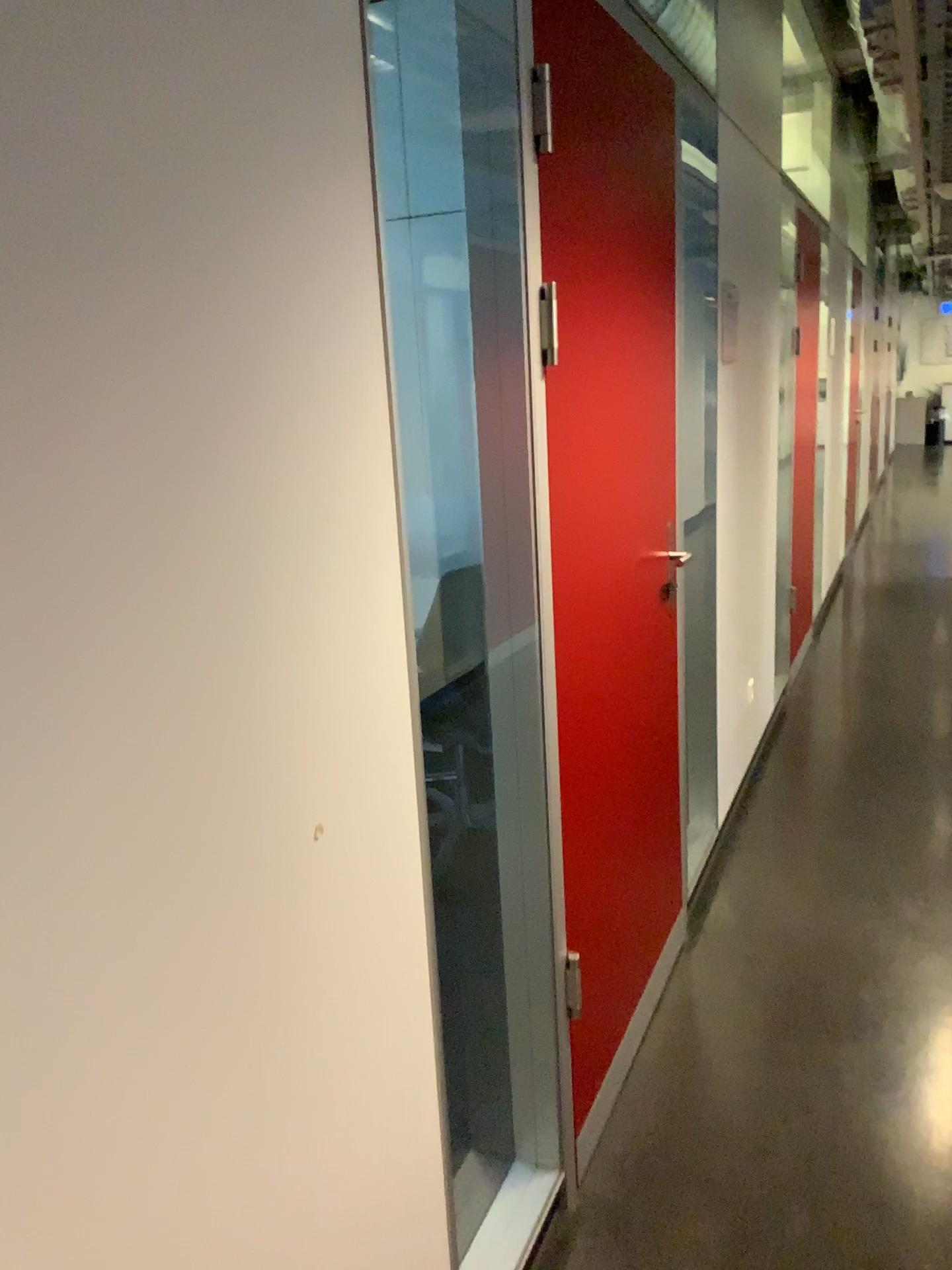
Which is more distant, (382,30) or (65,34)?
(382,30)

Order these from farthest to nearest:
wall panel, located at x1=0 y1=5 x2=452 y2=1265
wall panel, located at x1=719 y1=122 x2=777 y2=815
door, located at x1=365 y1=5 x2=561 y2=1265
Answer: wall panel, located at x1=719 y1=122 x2=777 y2=815 → door, located at x1=365 y1=5 x2=561 y2=1265 → wall panel, located at x1=0 y1=5 x2=452 y2=1265

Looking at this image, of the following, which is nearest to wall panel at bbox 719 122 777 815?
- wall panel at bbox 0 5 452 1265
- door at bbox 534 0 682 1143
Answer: door at bbox 534 0 682 1143

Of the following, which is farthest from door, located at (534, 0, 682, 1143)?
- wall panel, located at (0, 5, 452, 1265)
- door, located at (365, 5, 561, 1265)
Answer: wall panel, located at (0, 5, 452, 1265)

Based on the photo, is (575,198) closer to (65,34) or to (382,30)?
(382,30)

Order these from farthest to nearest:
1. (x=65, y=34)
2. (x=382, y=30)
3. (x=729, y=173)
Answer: (x=729, y=173) < (x=382, y=30) < (x=65, y=34)

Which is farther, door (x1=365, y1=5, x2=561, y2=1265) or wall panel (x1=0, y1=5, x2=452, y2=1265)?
door (x1=365, y1=5, x2=561, y2=1265)

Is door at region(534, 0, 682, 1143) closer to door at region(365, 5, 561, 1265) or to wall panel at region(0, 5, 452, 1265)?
door at region(365, 5, 561, 1265)

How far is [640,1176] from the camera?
2.0m

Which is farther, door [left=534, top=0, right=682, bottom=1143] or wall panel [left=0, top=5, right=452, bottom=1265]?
door [left=534, top=0, right=682, bottom=1143]
